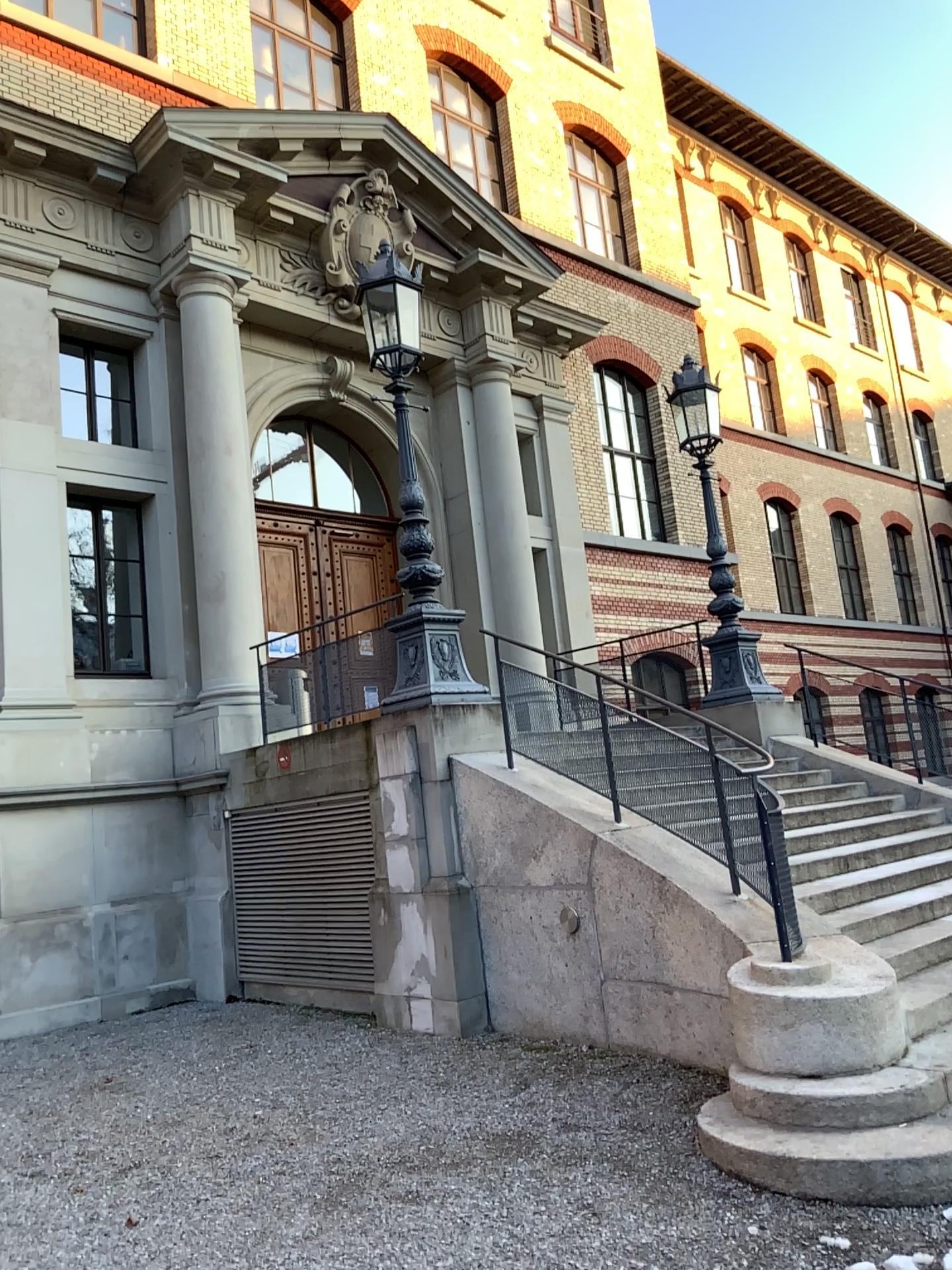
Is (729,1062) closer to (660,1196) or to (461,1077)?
(660,1196)
